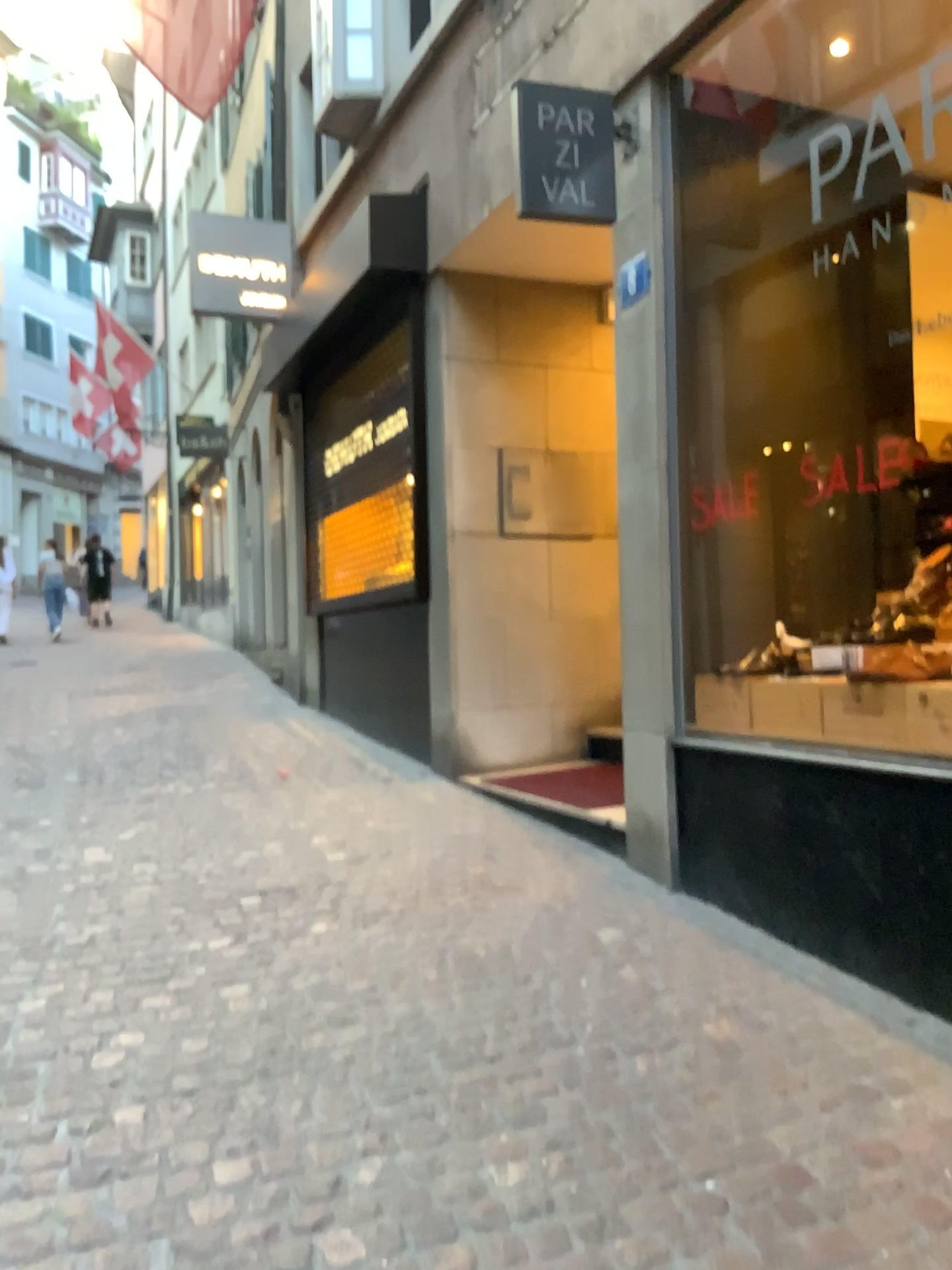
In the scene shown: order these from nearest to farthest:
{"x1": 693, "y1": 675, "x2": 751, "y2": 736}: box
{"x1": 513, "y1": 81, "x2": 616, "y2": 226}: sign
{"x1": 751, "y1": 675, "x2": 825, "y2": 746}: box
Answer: {"x1": 751, "y1": 675, "x2": 825, "y2": 746}: box
{"x1": 693, "y1": 675, "x2": 751, "y2": 736}: box
{"x1": 513, "y1": 81, "x2": 616, "y2": 226}: sign

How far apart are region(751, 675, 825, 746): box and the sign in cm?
187

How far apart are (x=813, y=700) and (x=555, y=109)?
2.4m

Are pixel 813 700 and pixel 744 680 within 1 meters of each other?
yes

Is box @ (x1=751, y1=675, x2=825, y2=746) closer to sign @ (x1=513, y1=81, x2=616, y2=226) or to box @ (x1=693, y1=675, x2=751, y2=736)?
box @ (x1=693, y1=675, x2=751, y2=736)

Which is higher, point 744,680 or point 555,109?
point 555,109

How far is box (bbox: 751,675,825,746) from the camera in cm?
343

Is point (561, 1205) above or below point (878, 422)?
below

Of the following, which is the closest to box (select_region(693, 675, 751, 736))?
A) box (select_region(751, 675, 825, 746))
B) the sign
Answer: box (select_region(751, 675, 825, 746))

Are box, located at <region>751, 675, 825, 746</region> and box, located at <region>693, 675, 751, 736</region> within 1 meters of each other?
yes
